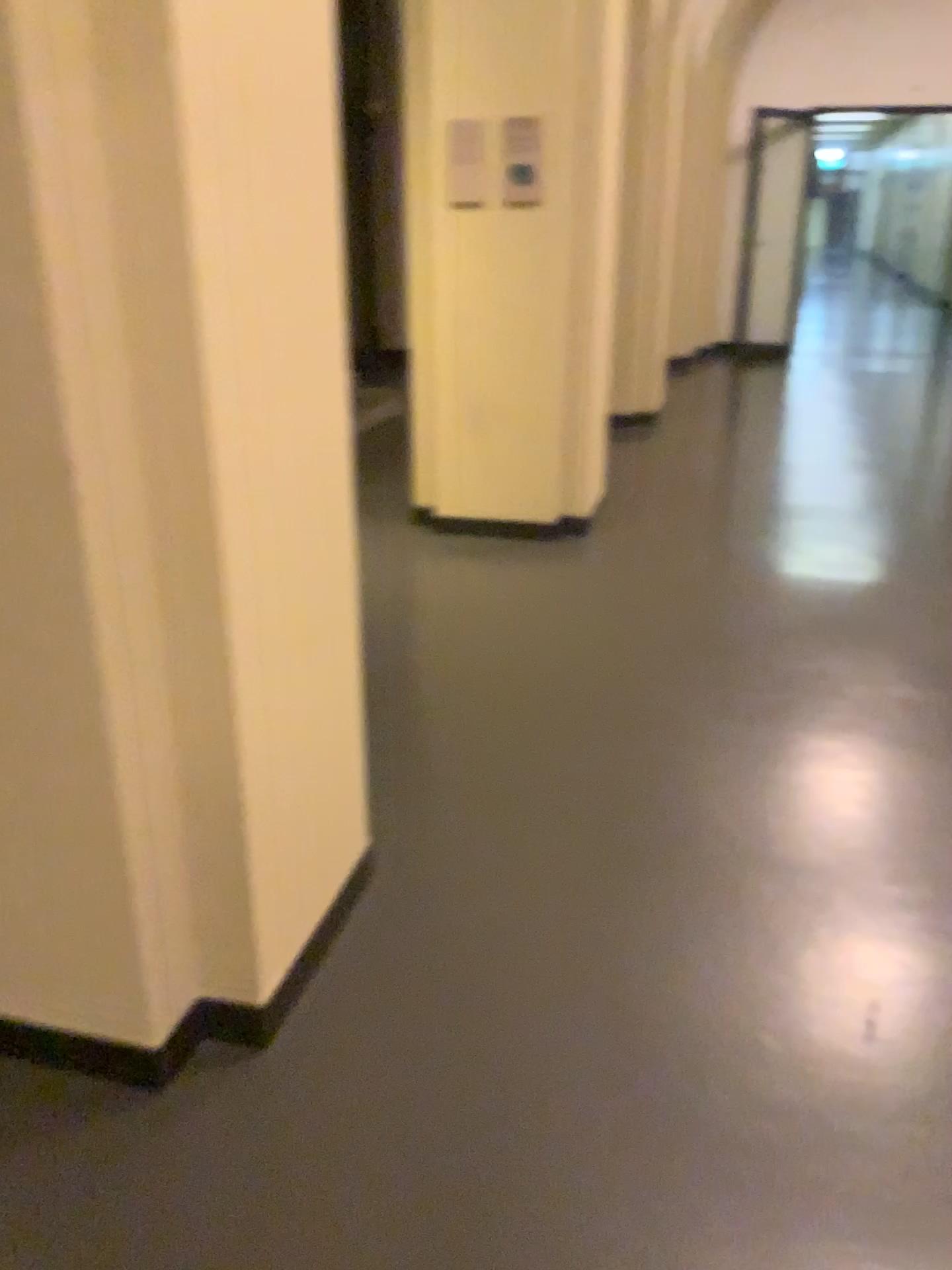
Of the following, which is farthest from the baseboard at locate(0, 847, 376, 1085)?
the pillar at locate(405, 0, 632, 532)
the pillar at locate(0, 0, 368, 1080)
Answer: the pillar at locate(405, 0, 632, 532)

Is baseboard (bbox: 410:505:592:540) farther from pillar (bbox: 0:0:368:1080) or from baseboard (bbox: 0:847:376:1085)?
baseboard (bbox: 0:847:376:1085)

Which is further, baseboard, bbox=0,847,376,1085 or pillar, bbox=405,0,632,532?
pillar, bbox=405,0,632,532

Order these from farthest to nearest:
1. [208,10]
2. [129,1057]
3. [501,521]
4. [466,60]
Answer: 1. [501,521]
2. [466,60]
3. [129,1057]
4. [208,10]

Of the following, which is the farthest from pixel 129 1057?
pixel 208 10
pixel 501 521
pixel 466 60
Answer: pixel 466 60

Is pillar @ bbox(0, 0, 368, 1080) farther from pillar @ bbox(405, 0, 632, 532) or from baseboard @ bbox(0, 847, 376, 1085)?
pillar @ bbox(405, 0, 632, 532)

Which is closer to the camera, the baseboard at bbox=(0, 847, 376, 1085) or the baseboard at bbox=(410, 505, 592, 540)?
the baseboard at bbox=(0, 847, 376, 1085)

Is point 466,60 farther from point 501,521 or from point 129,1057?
point 129,1057

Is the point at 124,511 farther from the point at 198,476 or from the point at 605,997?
the point at 605,997

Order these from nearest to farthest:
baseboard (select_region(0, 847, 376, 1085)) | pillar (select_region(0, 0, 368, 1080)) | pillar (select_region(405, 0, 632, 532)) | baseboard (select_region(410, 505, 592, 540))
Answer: pillar (select_region(0, 0, 368, 1080))
baseboard (select_region(0, 847, 376, 1085))
pillar (select_region(405, 0, 632, 532))
baseboard (select_region(410, 505, 592, 540))
